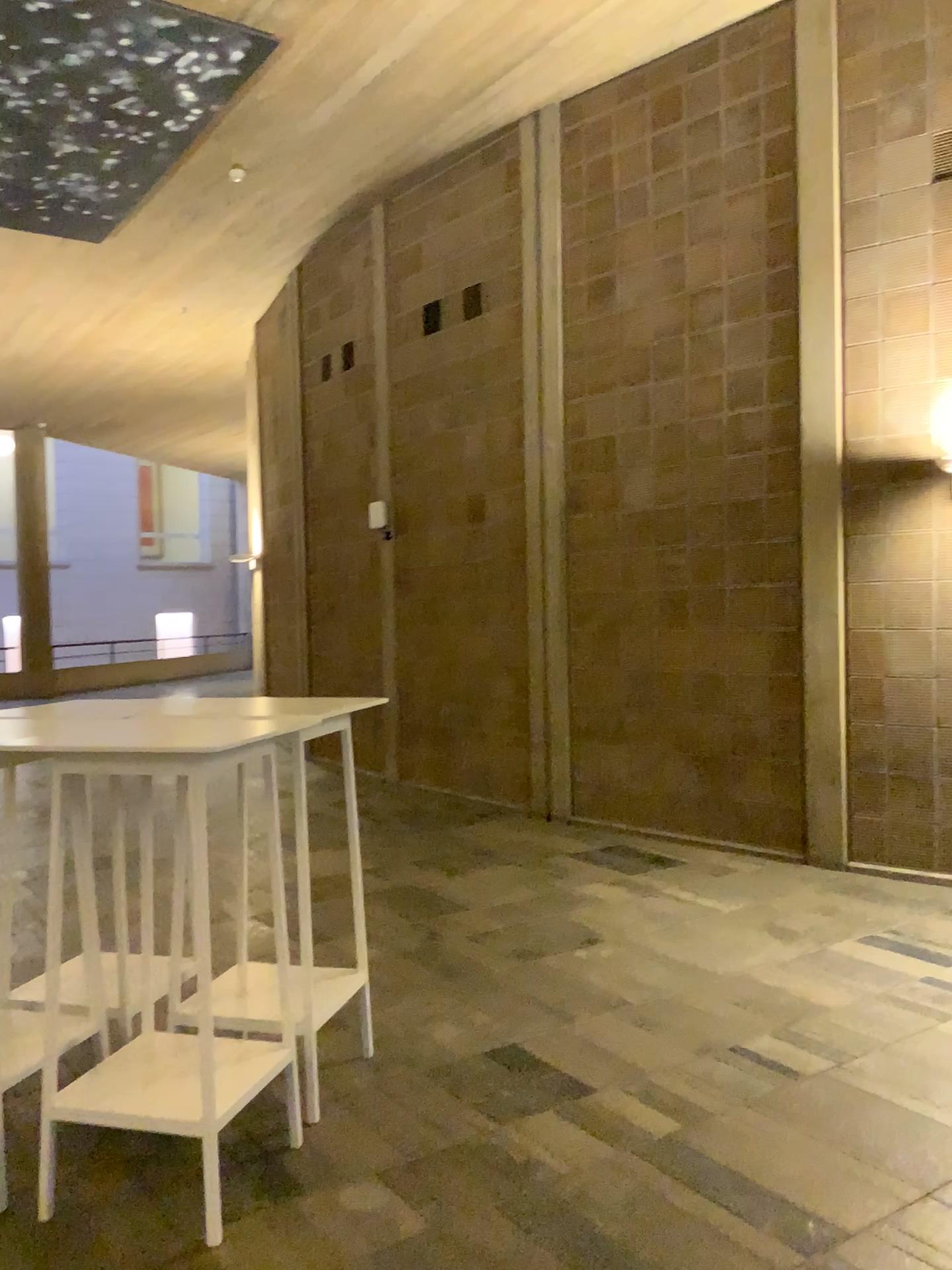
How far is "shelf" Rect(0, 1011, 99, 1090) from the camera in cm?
265

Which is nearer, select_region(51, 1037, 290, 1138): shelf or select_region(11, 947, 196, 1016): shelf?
select_region(51, 1037, 290, 1138): shelf

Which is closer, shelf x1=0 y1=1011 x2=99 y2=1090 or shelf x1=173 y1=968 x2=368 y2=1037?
shelf x1=0 y1=1011 x2=99 y2=1090

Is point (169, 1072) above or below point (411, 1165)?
above

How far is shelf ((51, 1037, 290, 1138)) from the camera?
2.52m

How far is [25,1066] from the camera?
2.6 meters

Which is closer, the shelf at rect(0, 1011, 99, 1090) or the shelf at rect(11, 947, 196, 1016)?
the shelf at rect(0, 1011, 99, 1090)

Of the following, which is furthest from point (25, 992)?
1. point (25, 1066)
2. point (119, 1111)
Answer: point (119, 1111)

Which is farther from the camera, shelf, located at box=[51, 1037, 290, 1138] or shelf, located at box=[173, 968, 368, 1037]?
shelf, located at box=[173, 968, 368, 1037]

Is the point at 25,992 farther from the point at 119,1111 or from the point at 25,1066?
the point at 119,1111
